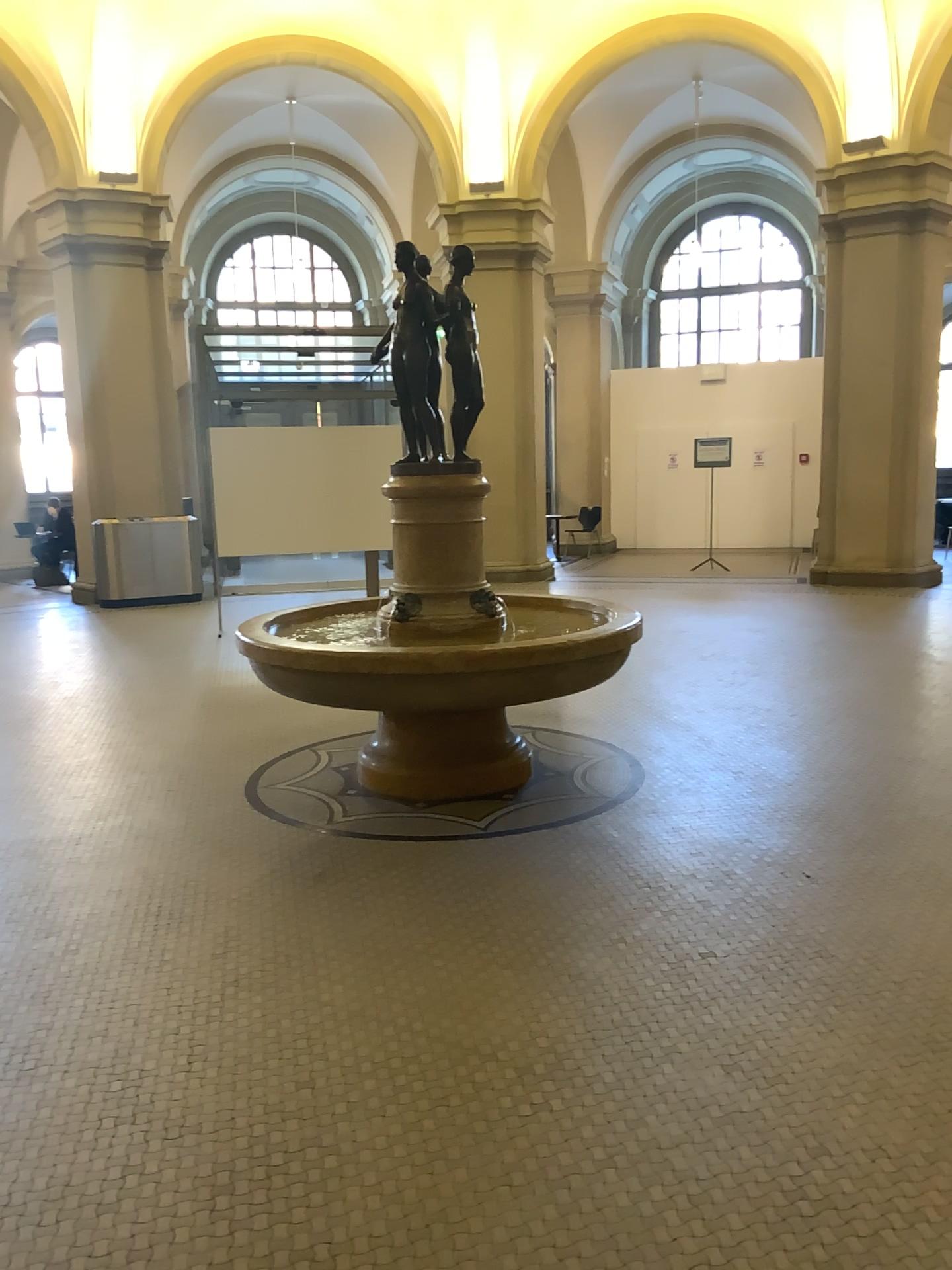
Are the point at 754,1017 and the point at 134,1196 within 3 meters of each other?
yes
